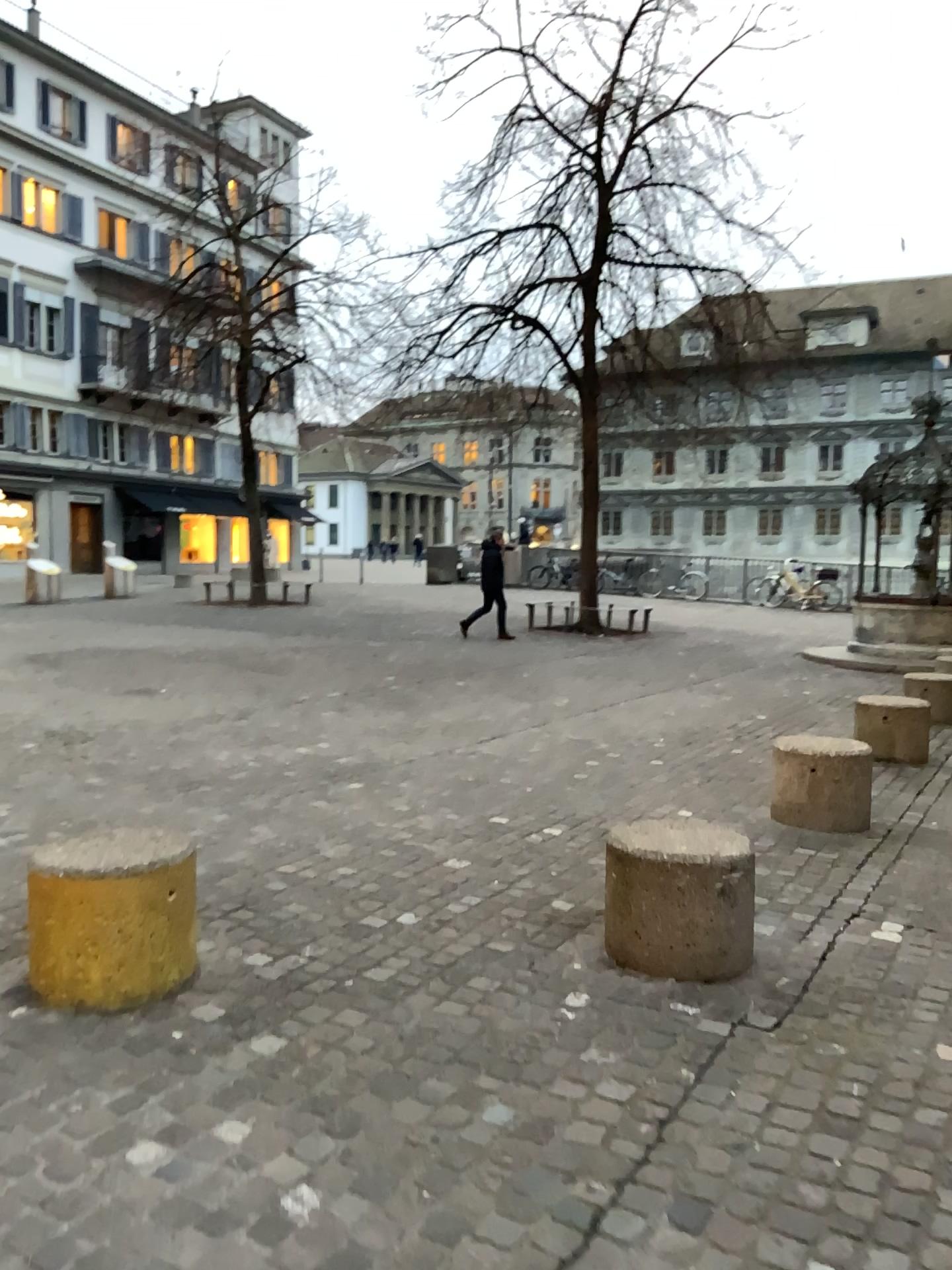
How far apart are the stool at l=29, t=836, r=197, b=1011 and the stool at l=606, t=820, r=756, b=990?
1.34m

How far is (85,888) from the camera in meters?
3.0

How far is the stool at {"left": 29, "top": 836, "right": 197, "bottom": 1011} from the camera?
3.0 meters

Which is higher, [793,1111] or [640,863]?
[640,863]

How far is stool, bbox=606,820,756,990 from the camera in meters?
3.3 m

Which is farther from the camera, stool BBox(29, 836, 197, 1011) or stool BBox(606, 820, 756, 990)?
stool BBox(606, 820, 756, 990)

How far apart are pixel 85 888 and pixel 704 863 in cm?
187

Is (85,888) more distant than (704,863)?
No
